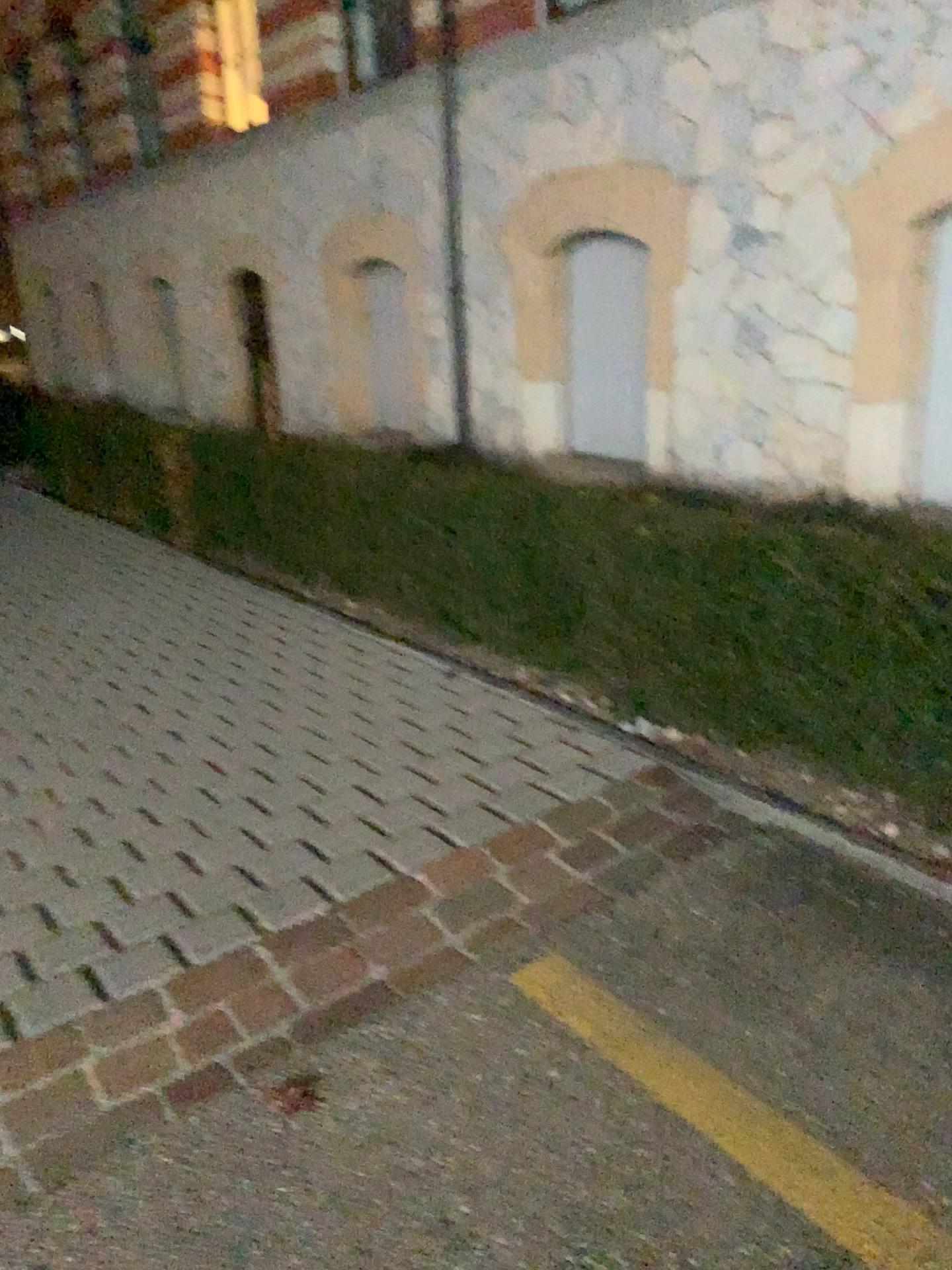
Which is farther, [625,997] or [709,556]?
[709,556]
